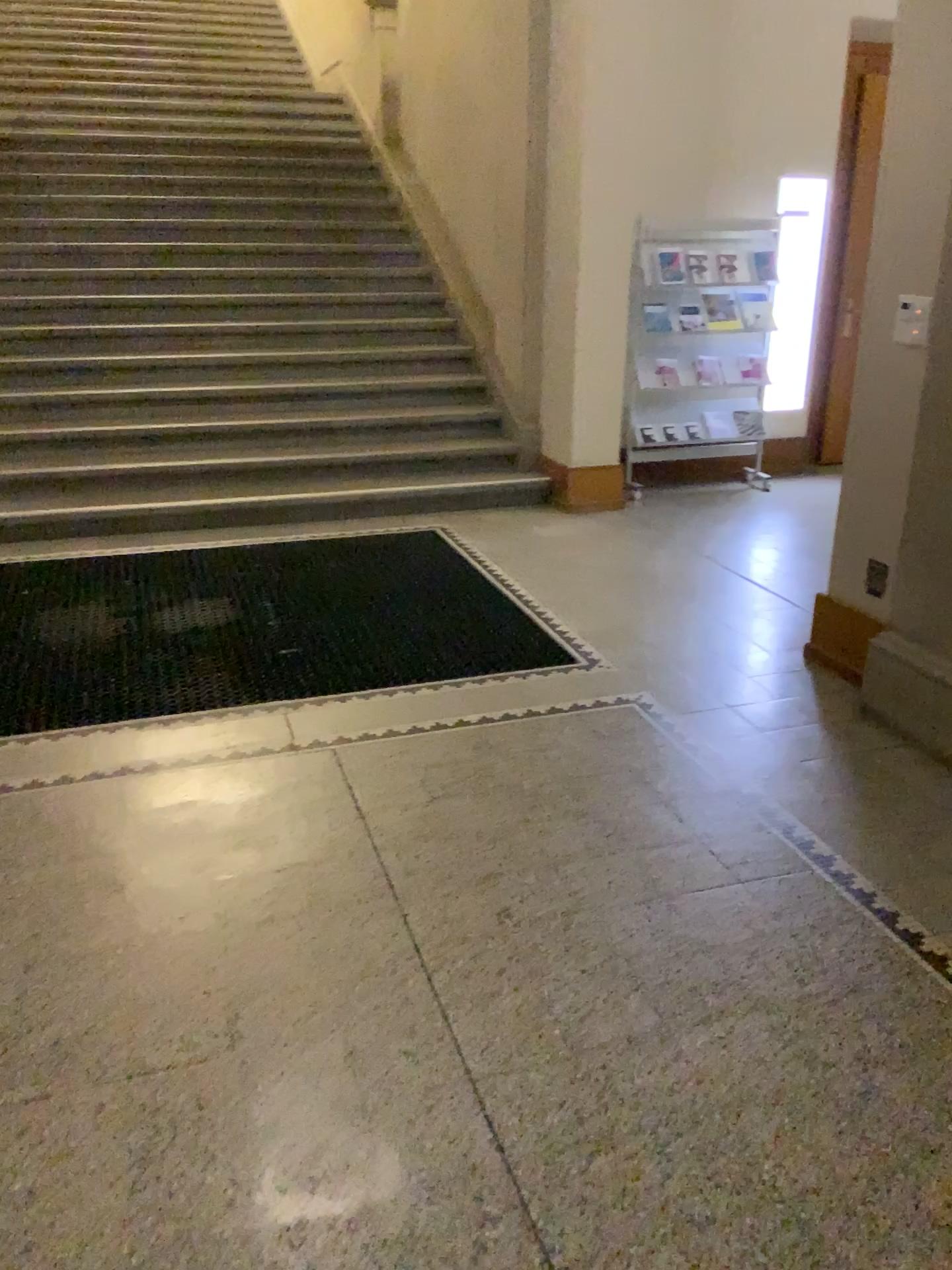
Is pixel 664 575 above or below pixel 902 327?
below

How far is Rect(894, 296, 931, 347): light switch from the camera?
3.1 meters

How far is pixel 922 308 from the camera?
3.1 meters
